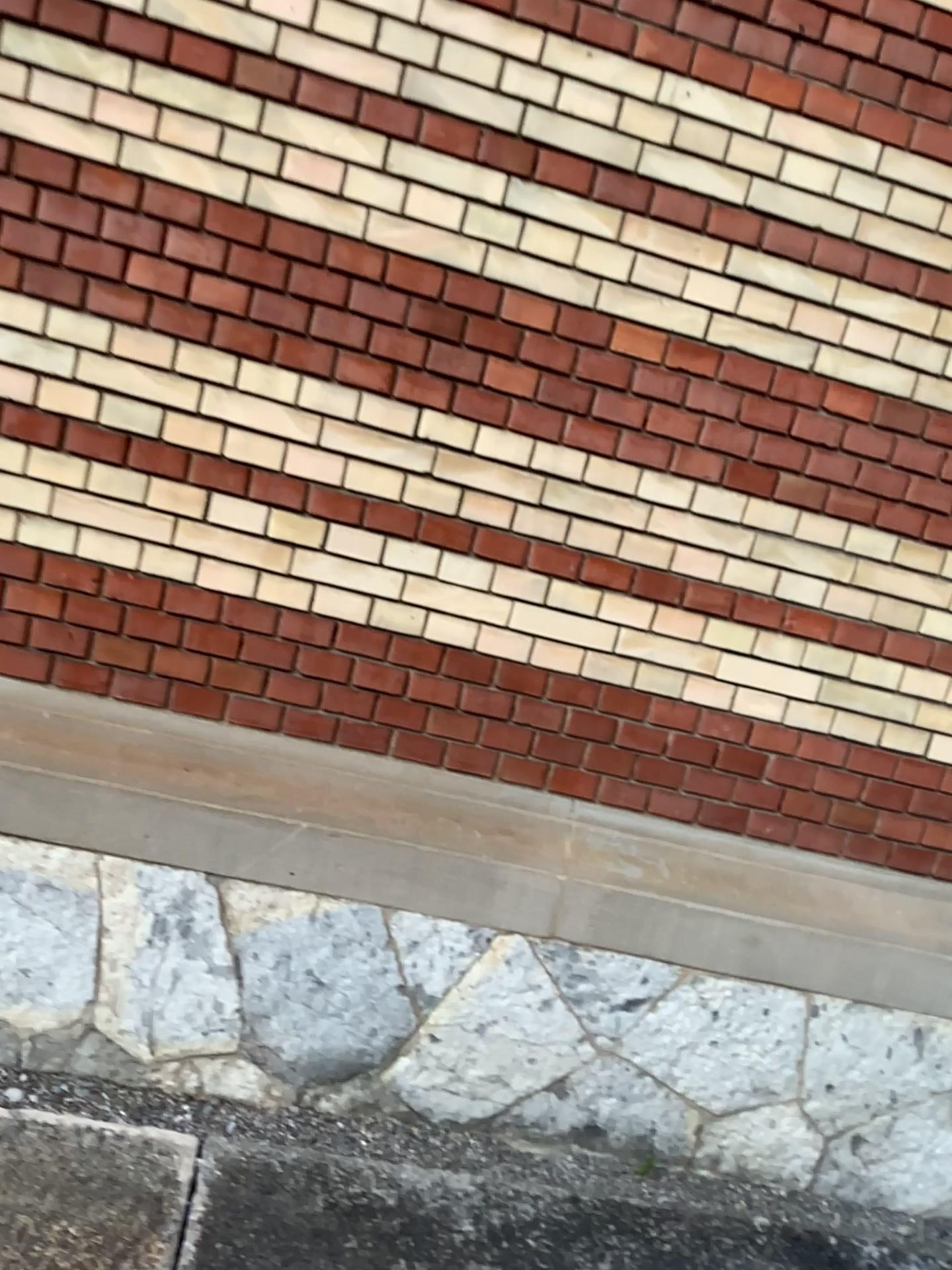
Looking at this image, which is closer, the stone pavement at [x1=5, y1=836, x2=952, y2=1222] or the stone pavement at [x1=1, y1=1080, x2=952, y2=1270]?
the stone pavement at [x1=1, y1=1080, x2=952, y2=1270]

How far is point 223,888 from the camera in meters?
2.3

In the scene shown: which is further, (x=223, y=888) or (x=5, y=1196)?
(x=223, y=888)

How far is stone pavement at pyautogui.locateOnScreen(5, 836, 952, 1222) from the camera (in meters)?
2.29

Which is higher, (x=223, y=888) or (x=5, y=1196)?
(x=223, y=888)

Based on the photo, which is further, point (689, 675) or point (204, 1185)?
point (689, 675)
